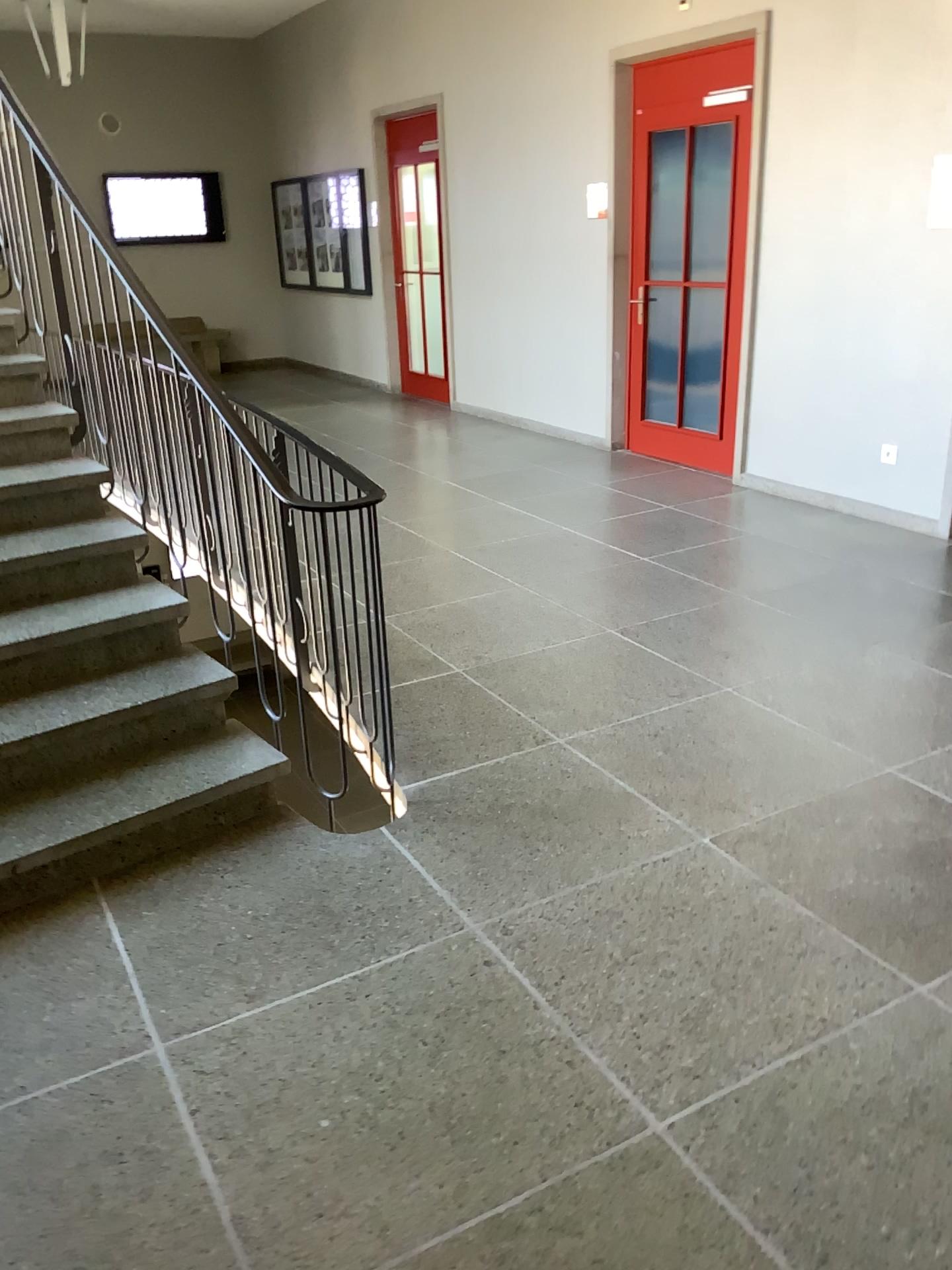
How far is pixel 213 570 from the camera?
3.1m
